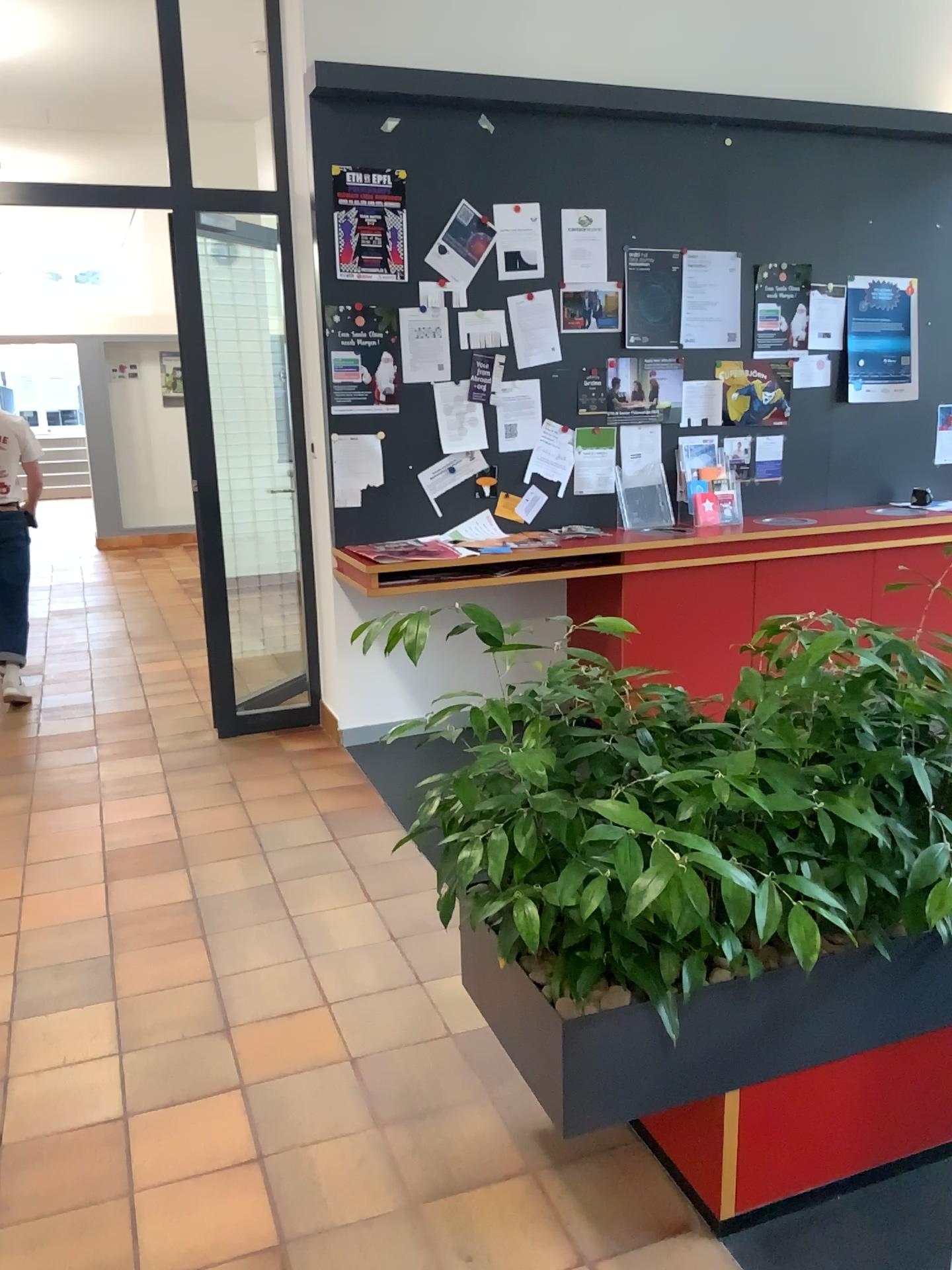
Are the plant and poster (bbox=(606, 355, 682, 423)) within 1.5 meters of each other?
no

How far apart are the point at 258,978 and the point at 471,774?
1.3m

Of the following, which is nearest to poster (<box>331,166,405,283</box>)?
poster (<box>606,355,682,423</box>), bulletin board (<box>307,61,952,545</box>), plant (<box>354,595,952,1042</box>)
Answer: bulletin board (<box>307,61,952,545</box>)

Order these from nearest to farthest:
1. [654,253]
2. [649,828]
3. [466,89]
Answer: [649,828] < [466,89] < [654,253]

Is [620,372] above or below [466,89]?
below

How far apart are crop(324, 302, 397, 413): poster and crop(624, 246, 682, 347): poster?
1.13m

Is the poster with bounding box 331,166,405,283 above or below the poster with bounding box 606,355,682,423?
above

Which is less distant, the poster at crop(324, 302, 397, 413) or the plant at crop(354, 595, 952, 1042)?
the plant at crop(354, 595, 952, 1042)

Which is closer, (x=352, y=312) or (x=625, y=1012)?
(x=625, y=1012)

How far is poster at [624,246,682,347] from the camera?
4.71m
